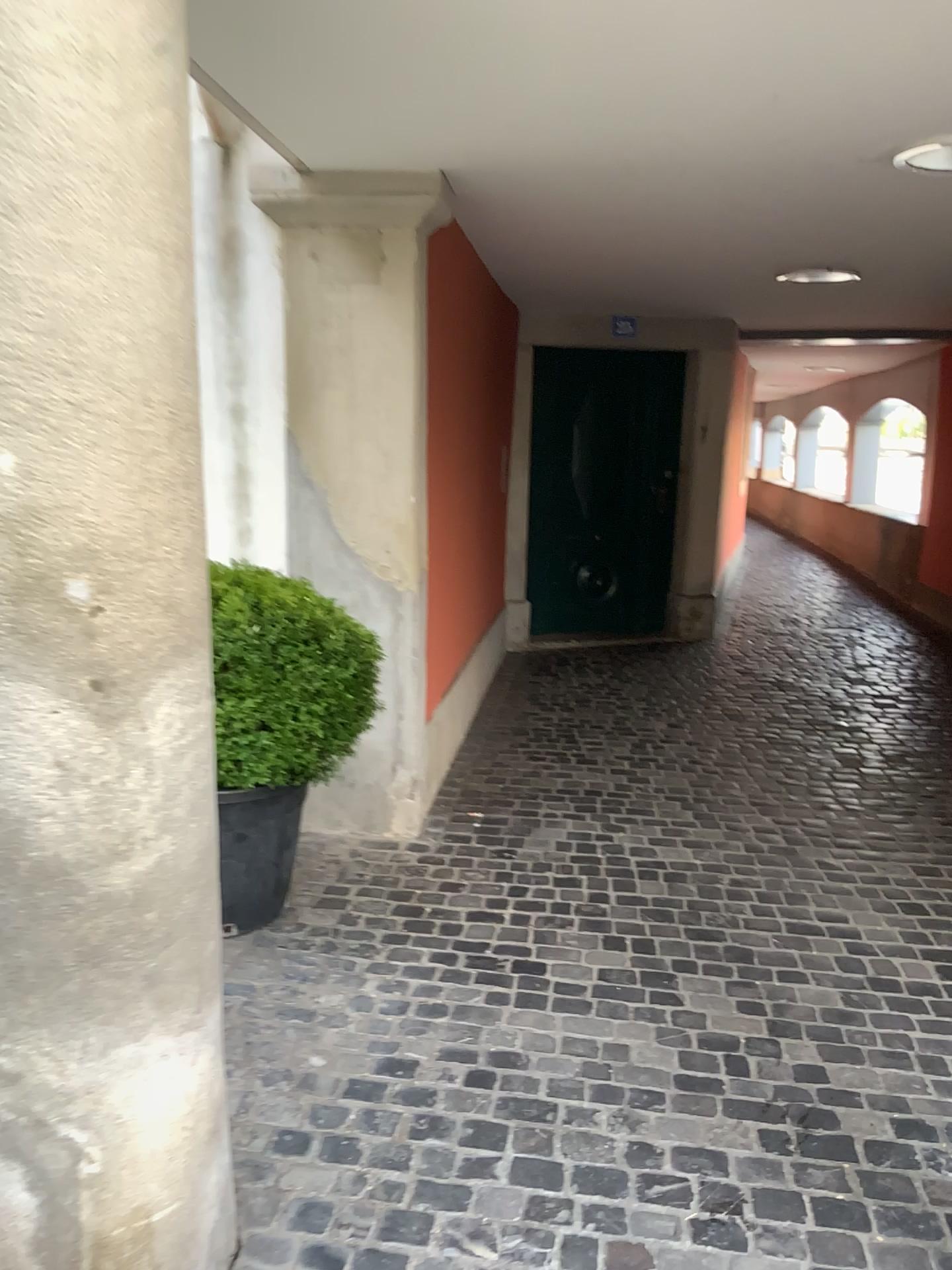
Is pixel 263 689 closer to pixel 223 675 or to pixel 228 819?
pixel 223 675

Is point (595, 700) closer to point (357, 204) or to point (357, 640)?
point (357, 640)

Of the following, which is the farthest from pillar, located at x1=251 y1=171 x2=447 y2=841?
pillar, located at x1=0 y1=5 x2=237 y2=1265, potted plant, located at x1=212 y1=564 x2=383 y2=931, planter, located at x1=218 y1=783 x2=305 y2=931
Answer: pillar, located at x1=0 y1=5 x2=237 y2=1265

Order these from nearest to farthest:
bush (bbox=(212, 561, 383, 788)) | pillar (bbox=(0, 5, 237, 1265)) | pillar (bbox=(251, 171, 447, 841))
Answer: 1. pillar (bbox=(0, 5, 237, 1265))
2. bush (bbox=(212, 561, 383, 788))
3. pillar (bbox=(251, 171, 447, 841))

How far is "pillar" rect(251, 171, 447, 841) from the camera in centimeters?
330cm

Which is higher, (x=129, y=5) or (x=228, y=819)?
(x=129, y=5)

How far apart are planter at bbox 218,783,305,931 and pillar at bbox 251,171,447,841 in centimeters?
62cm

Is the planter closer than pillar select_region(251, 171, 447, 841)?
Yes

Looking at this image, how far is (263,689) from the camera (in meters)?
2.66

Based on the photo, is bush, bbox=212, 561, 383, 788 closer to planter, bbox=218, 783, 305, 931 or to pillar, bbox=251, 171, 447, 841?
planter, bbox=218, 783, 305, 931
